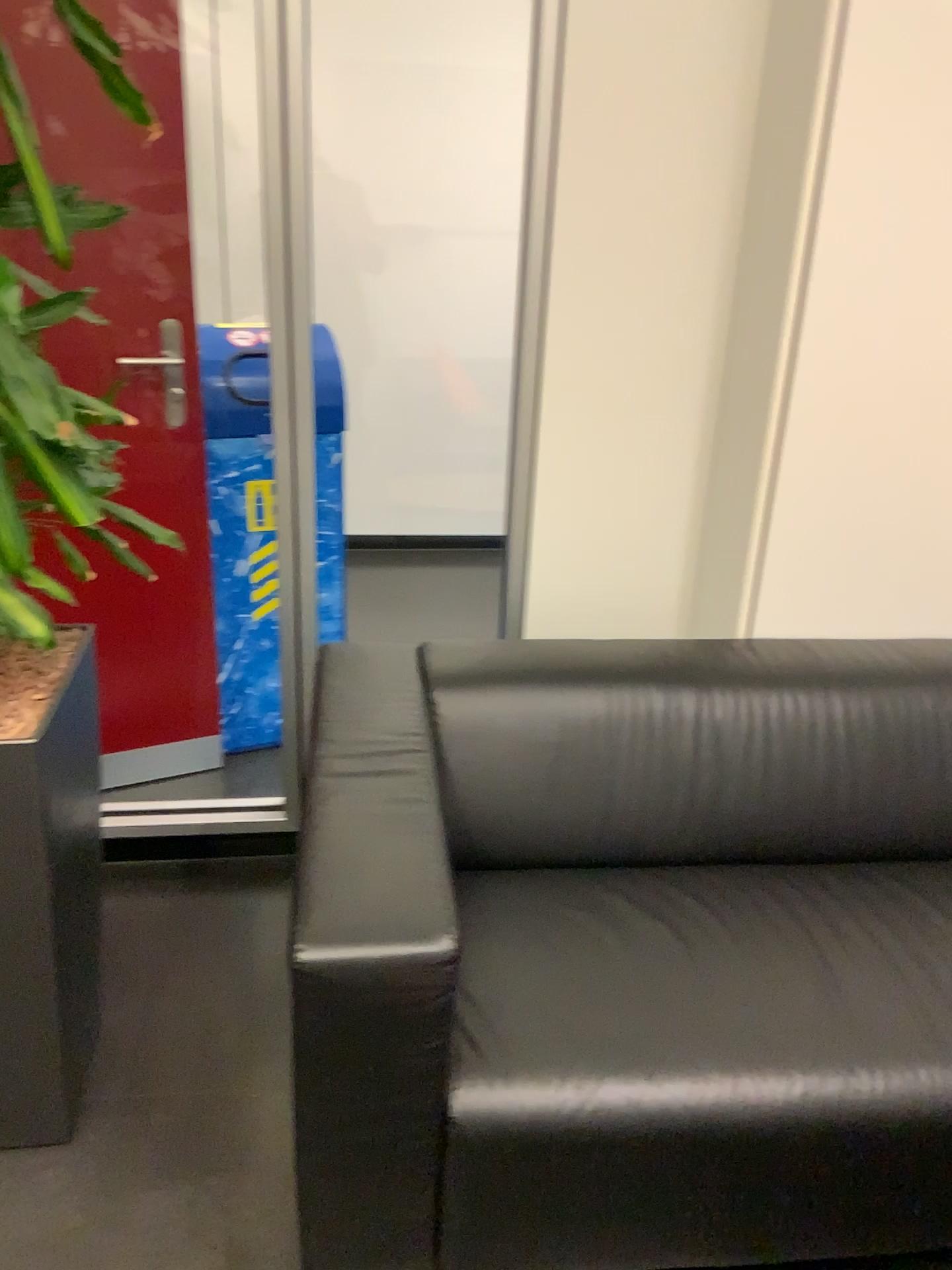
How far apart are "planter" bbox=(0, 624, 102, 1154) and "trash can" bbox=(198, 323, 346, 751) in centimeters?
88cm

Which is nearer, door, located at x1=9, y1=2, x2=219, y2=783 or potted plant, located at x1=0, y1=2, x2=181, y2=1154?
potted plant, located at x1=0, y1=2, x2=181, y2=1154

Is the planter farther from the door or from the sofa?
the door

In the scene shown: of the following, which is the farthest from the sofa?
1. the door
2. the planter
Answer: the door

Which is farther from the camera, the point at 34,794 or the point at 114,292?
the point at 114,292

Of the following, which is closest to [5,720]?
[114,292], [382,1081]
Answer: [382,1081]

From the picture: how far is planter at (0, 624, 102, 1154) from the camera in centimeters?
145cm

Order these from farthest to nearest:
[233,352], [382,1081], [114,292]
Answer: [233,352] < [114,292] < [382,1081]

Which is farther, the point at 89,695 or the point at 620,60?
the point at 620,60

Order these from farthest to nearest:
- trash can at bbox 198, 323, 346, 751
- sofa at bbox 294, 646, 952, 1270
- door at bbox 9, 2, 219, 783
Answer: trash can at bbox 198, 323, 346, 751
door at bbox 9, 2, 219, 783
sofa at bbox 294, 646, 952, 1270
